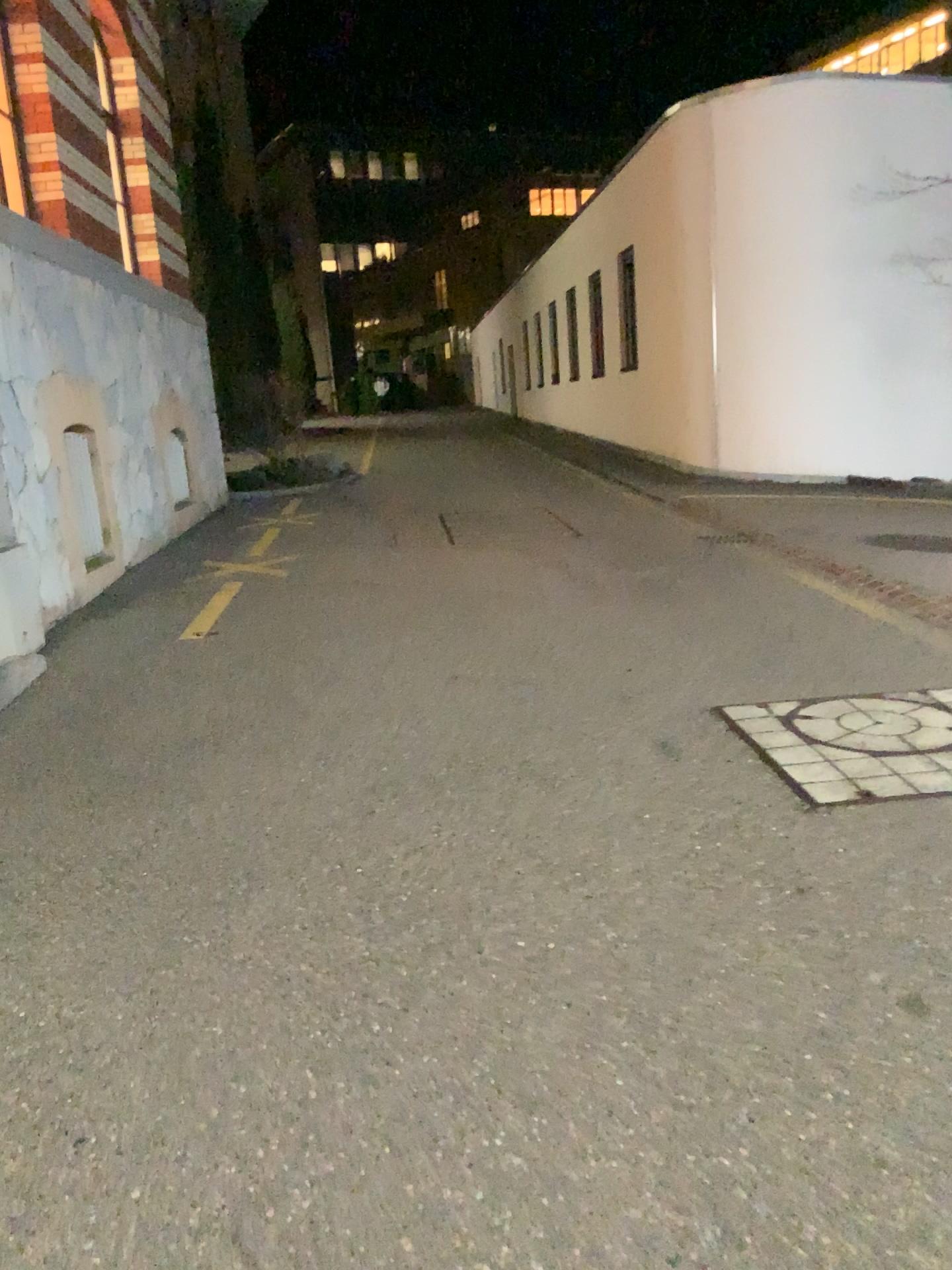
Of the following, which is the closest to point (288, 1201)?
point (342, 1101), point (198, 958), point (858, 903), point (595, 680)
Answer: point (342, 1101)
